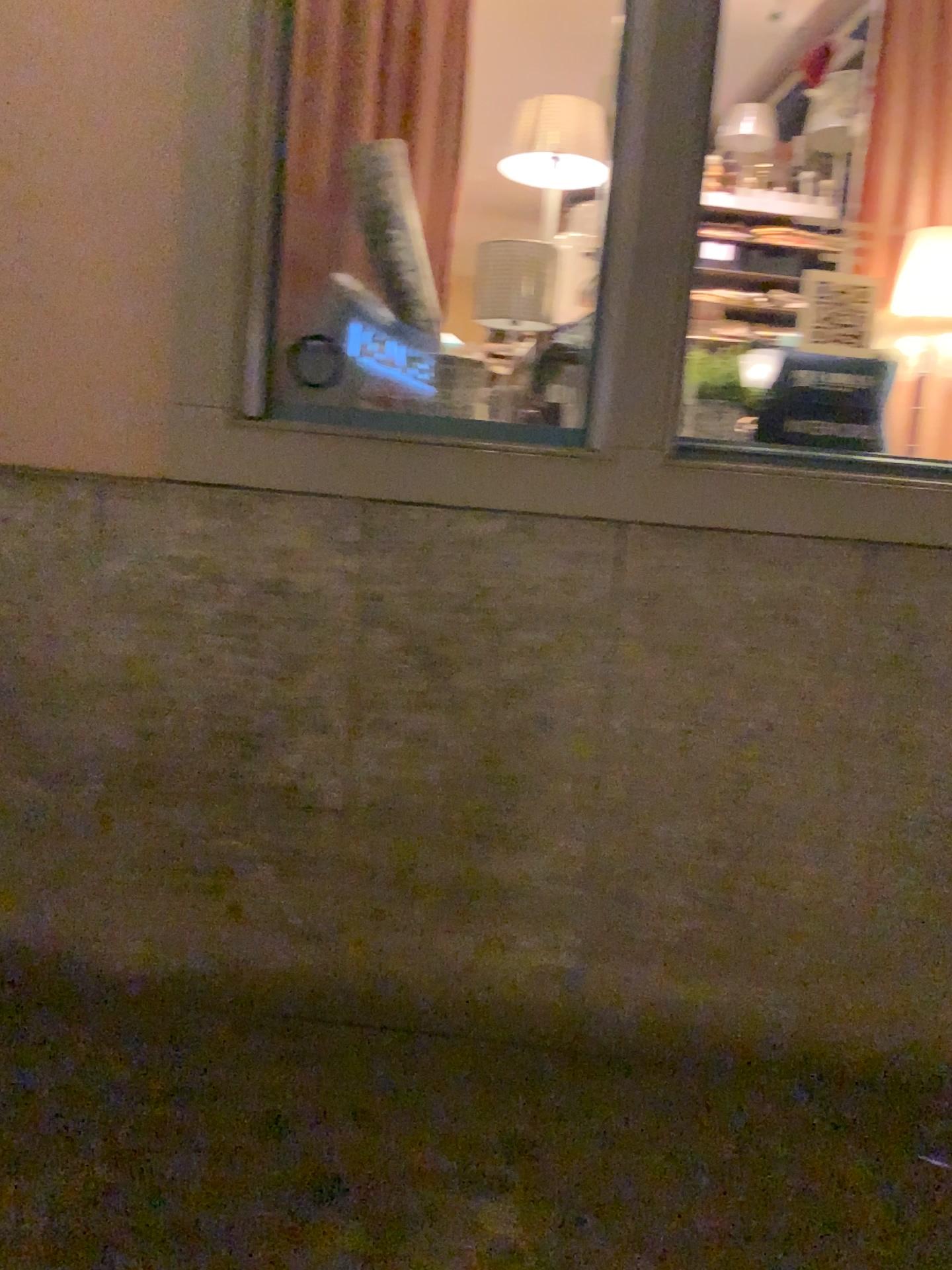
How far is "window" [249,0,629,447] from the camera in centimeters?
263cm

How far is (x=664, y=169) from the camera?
2.44m

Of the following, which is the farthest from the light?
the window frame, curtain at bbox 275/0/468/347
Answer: curtain at bbox 275/0/468/347

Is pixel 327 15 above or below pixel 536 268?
above

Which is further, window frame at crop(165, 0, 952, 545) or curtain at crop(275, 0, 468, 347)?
curtain at crop(275, 0, 468, 347)

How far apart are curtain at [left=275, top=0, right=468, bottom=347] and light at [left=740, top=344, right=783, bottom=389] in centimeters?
88cm

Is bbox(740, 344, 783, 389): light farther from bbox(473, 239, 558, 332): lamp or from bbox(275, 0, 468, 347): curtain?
bbox(275, 0, 468, 347): curtain

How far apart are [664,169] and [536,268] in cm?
41

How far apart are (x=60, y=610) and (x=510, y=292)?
1.36m

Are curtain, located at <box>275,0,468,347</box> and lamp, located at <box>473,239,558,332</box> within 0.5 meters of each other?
yes
